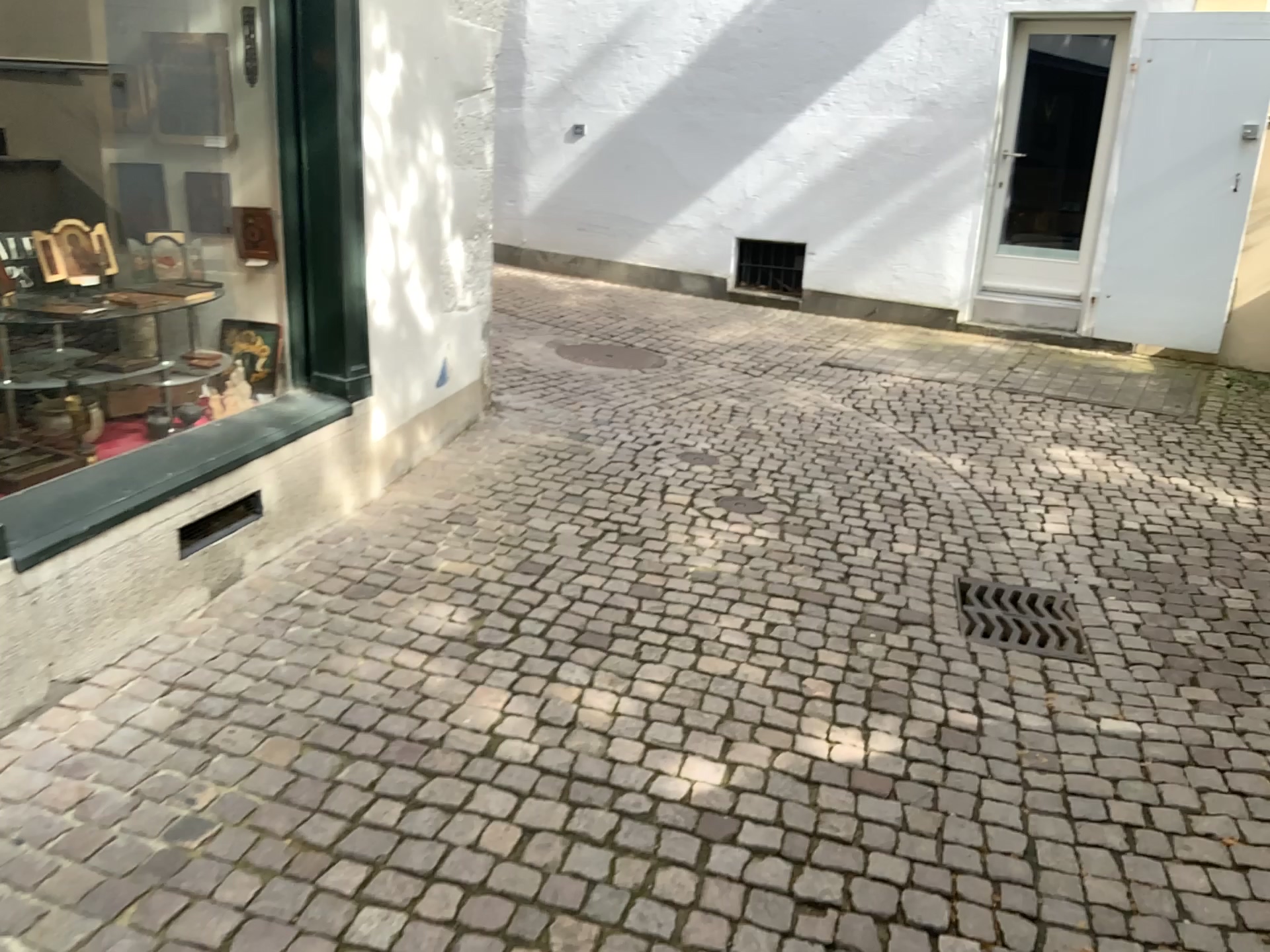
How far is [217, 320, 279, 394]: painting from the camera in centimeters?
365cm

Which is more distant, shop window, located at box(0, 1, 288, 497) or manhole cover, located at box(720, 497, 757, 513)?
manhole cover, located at box(720, 497, 757, 513)

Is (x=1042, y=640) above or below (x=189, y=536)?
below

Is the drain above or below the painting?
below

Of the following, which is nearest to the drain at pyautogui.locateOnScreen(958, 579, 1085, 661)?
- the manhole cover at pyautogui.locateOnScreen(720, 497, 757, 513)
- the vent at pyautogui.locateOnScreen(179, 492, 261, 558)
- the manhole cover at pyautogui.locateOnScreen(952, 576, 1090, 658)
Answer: the manhole cover at pyautogui.locateOnScreen(952, 576, 1090, 658)

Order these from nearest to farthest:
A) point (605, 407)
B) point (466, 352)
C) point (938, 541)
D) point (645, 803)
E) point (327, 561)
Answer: point (645, 803), point (327, 561), point (938, 541), point (466, 352), point (605, 407)

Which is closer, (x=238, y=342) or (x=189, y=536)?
(x=189, y=536)

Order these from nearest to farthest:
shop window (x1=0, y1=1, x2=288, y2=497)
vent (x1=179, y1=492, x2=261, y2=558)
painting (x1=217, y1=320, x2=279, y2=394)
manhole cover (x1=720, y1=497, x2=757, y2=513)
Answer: vent (x1=179, y1=492, x2=261, y2=558) → shop window (x1=0, y1=1, x2=288, y2=497) → painting (x1=217, y1=320, x2=279, y2=394) → manhole cover (x1=720, y1=497, x2=757, y2=513)

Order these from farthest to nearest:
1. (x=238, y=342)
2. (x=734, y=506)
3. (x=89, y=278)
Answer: (x=734, y=506) → (x=238, y=342) → (x=89, y=278)

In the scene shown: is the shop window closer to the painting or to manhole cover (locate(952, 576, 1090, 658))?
the painting
